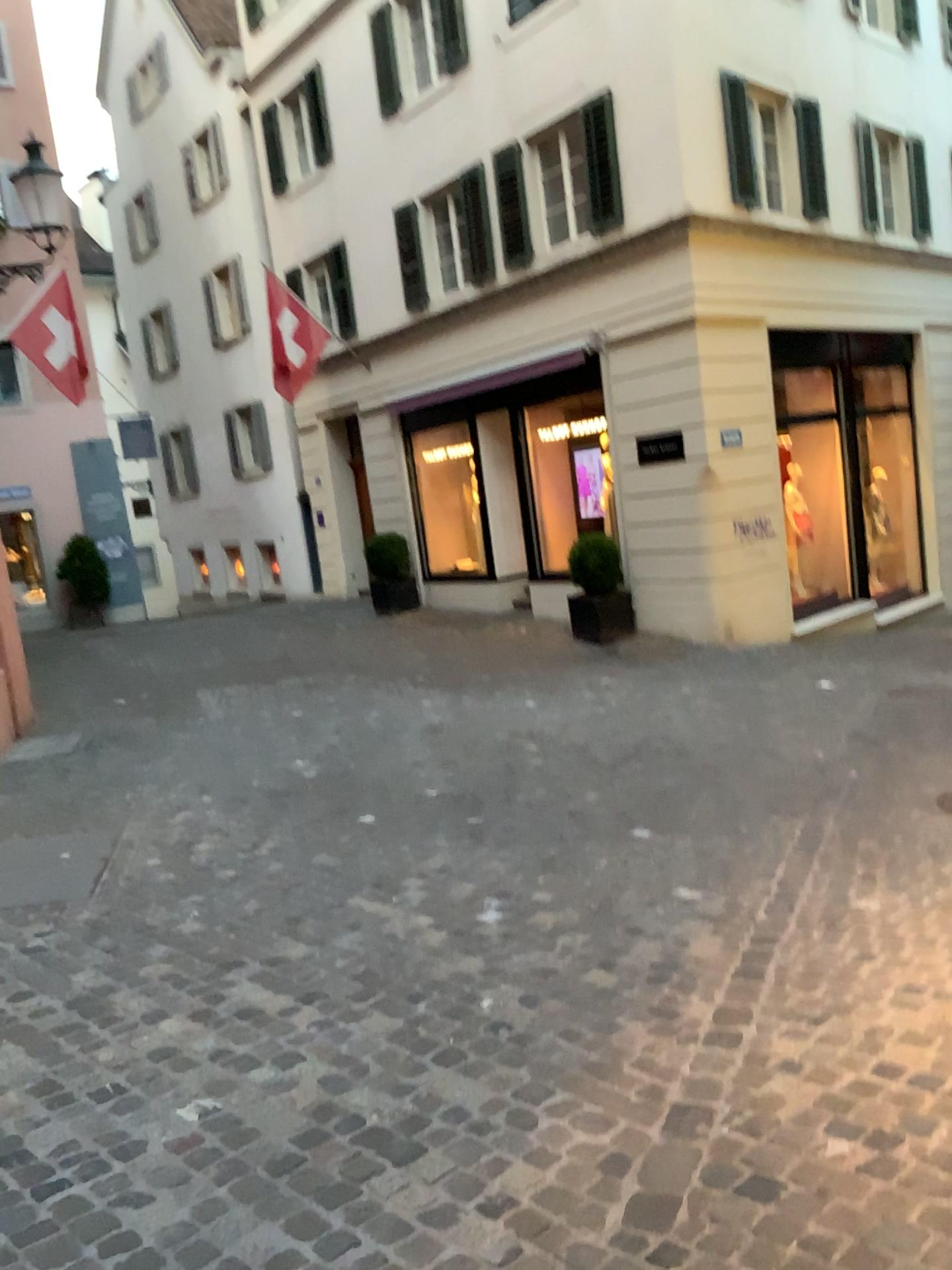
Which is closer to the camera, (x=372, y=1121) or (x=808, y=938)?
(x=372, y=1121)
